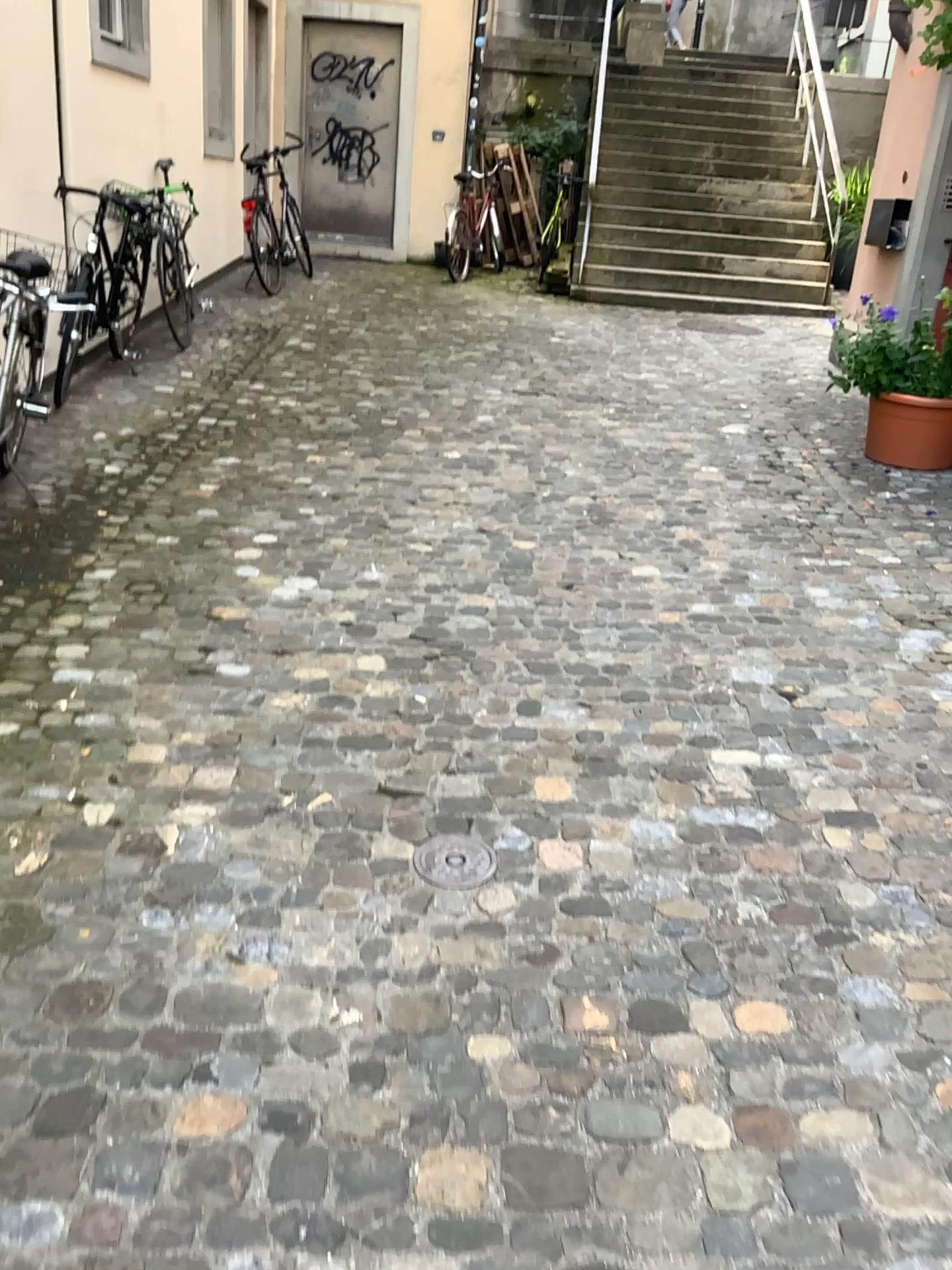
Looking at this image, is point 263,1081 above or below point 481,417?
below

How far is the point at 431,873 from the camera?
2.4m

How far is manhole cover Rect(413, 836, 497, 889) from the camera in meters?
2.4
